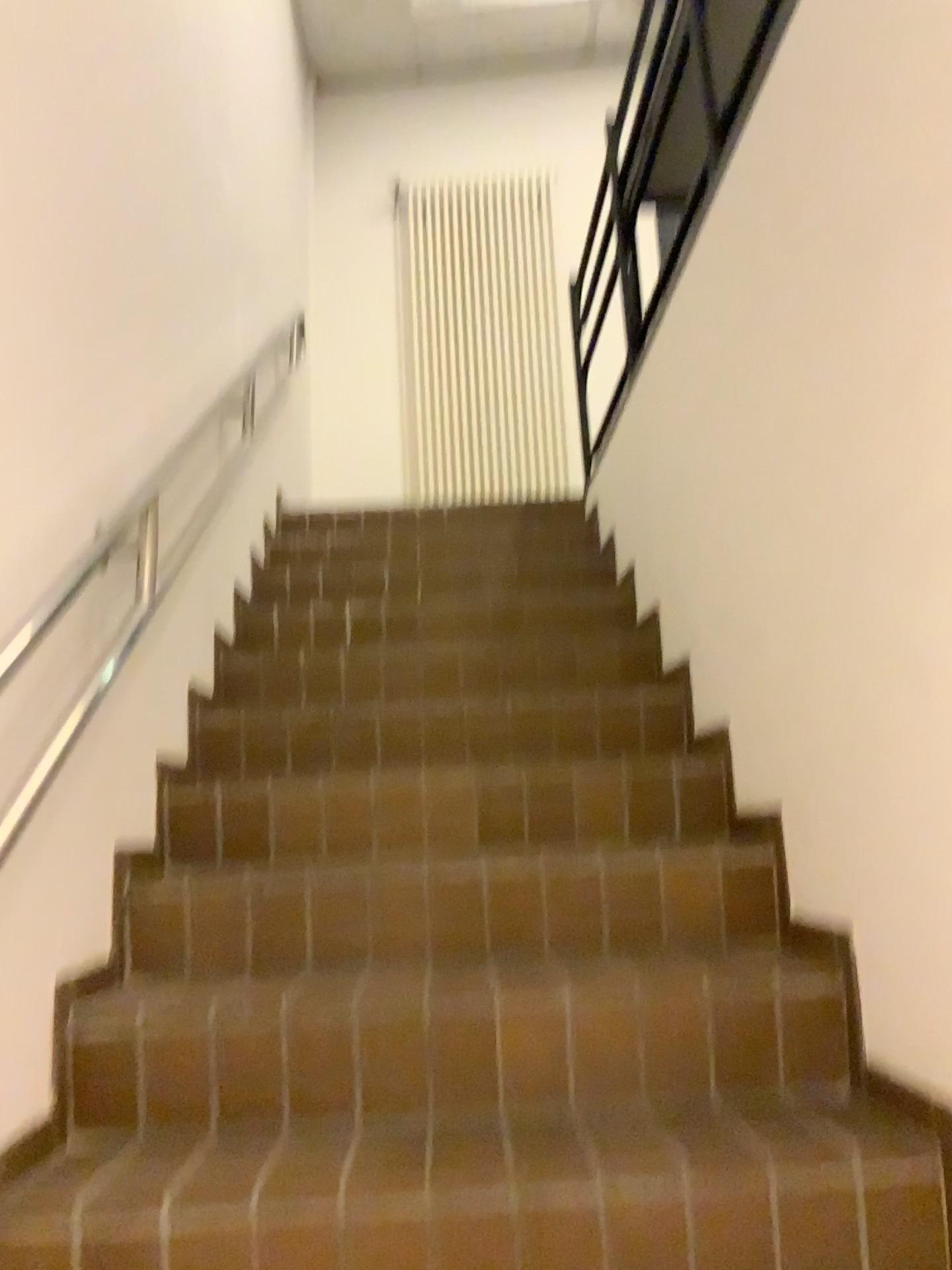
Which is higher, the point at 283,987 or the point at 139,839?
the point at 139,839
